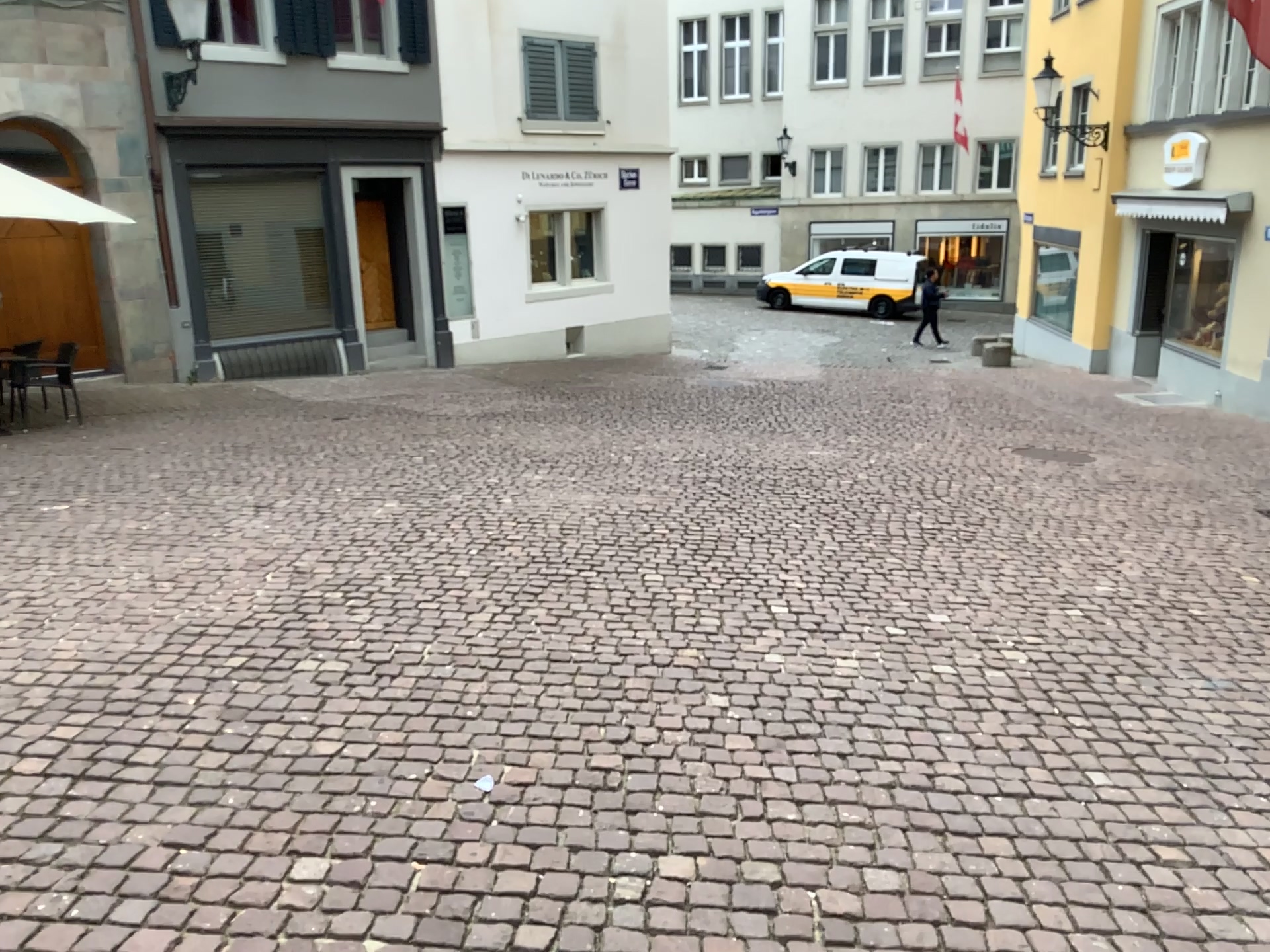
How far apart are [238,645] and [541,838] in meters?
1.9 m
